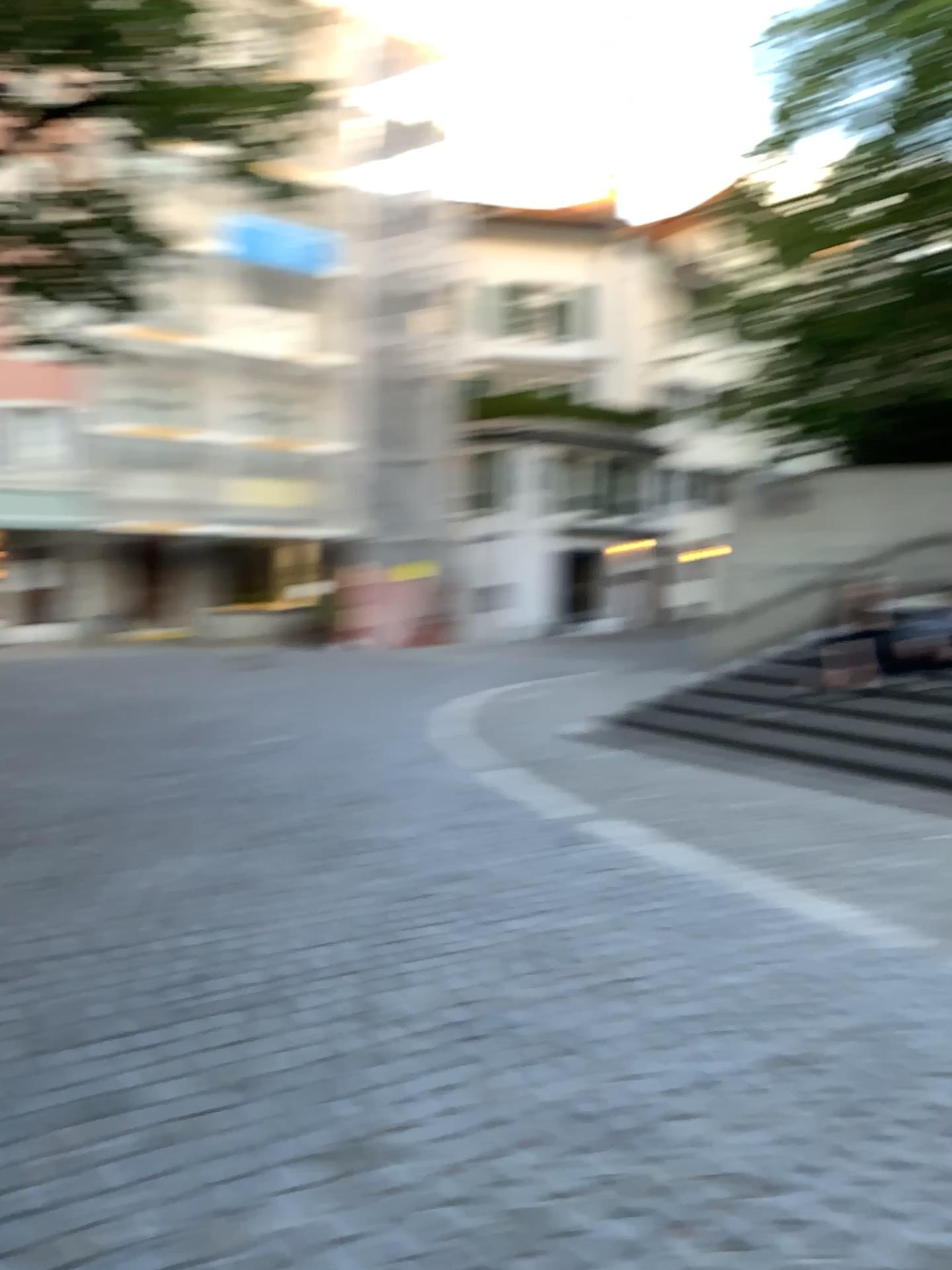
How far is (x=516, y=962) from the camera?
4.2 meters
